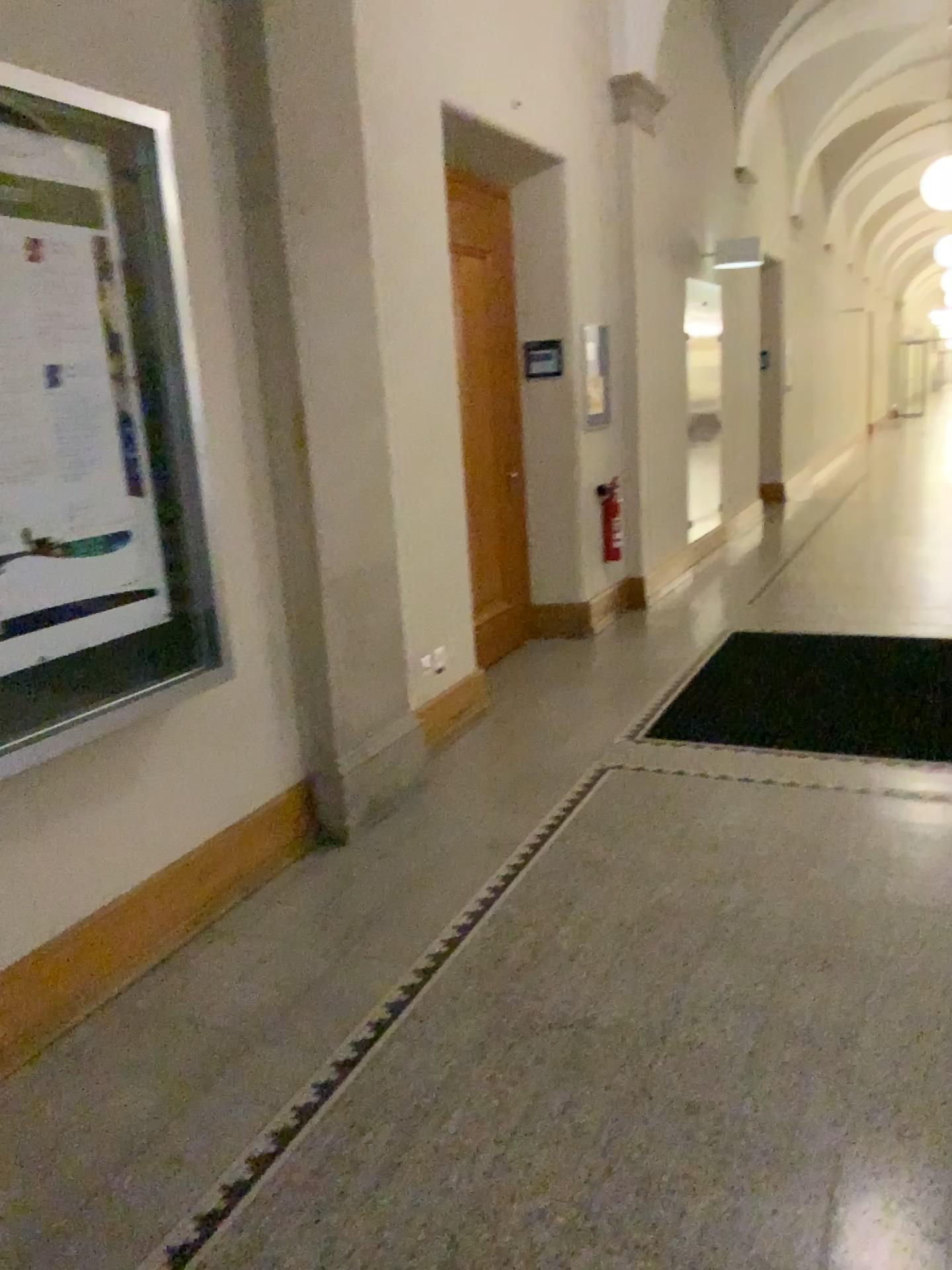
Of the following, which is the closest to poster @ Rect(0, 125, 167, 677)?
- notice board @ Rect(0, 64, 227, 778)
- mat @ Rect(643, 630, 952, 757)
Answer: notice board @ Rect(0, 64, 227, 778)

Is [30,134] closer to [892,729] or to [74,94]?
[74,94]

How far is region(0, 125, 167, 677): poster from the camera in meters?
2.3

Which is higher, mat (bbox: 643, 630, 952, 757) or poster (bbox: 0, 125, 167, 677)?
poster (bbox: 0, 125, 167, 677)

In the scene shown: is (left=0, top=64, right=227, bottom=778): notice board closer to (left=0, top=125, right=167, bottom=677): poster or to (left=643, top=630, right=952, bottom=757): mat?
(left=0, top=125, right=167, bottom=677): poster

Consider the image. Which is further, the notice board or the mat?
the mat

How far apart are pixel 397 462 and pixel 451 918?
1.9 meters

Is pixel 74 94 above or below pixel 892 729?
above

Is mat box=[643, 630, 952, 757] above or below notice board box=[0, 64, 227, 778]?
below

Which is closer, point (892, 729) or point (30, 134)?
point (30, 134)
